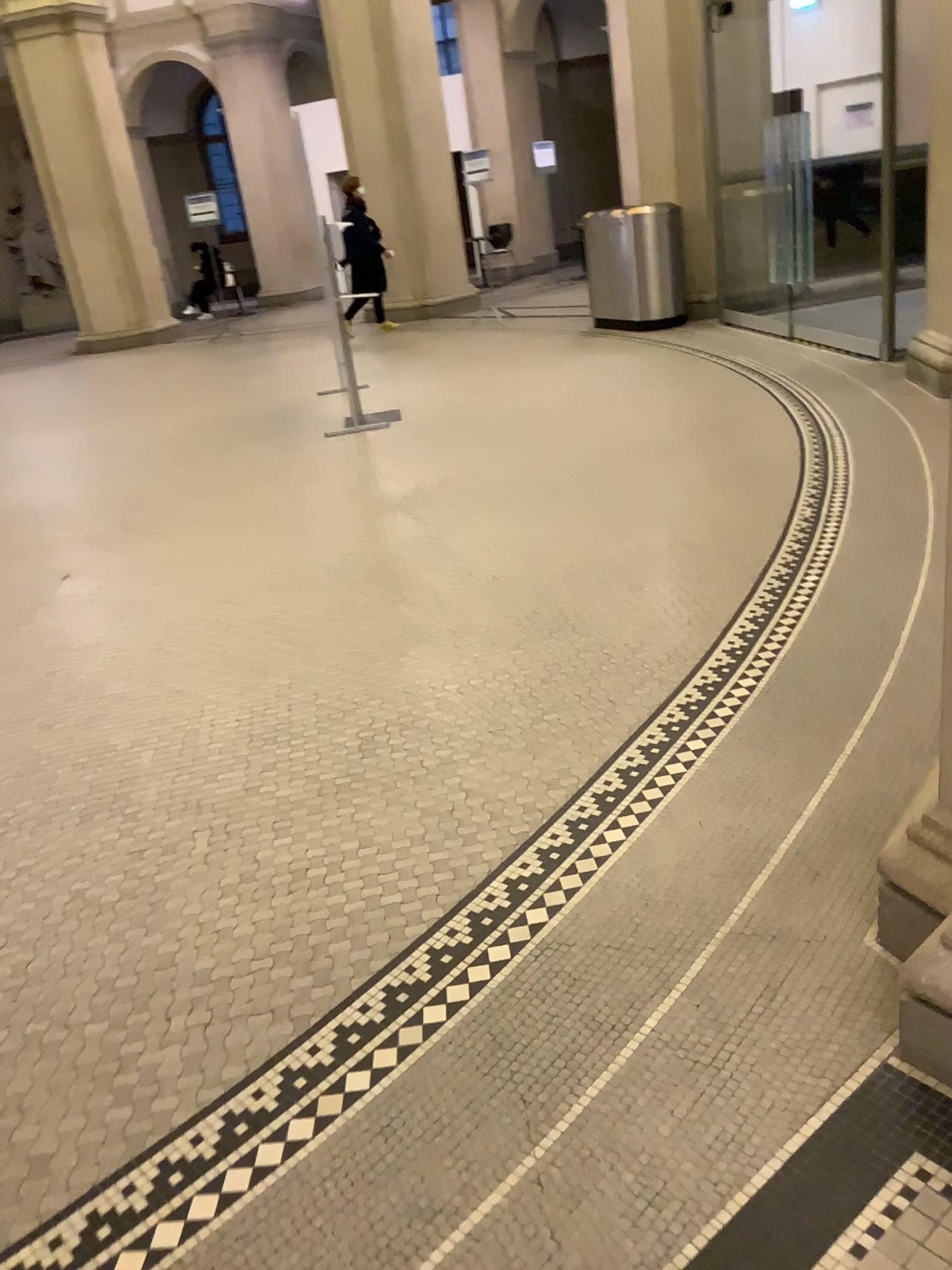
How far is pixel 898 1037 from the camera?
1.7m
